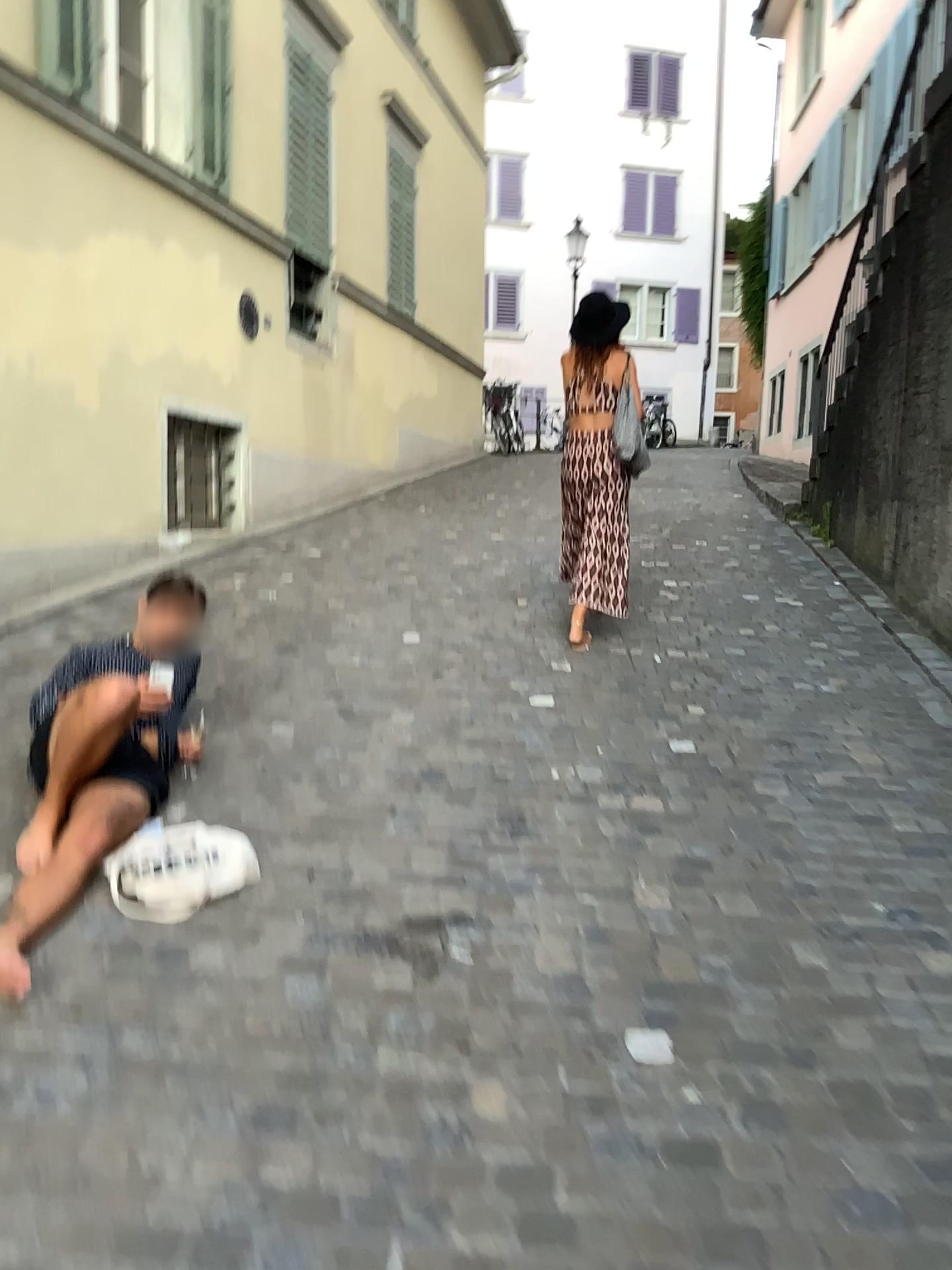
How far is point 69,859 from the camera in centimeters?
270cm

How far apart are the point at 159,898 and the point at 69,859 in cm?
32

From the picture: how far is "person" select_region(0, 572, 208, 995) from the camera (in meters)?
2.70

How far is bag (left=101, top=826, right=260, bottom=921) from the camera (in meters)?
2.55

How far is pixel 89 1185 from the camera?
1.7 meters

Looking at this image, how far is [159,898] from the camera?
A: 2.6m
